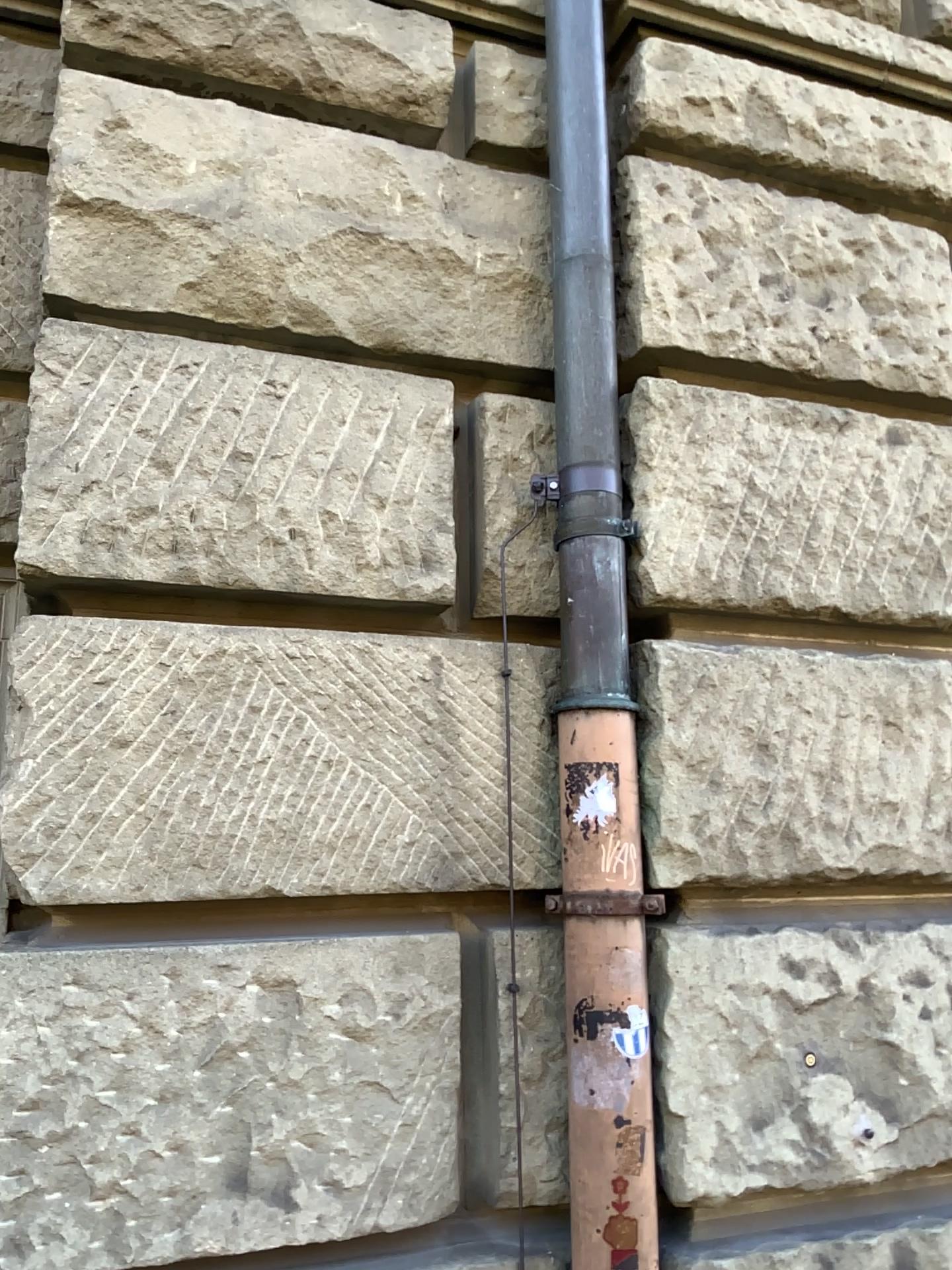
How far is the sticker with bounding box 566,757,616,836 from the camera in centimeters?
183cm

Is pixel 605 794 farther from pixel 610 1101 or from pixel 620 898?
pixel 610 1101

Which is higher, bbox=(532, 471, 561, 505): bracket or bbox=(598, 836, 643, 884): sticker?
bbox=(532, 471, 561, 505): bracket

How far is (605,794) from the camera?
1.8m

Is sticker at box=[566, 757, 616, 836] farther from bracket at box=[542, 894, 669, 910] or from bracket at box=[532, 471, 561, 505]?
bracket at box=[532, 471, 561, 505]

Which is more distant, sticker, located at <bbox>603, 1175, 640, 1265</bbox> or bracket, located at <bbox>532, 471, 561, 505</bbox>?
bracket, located at <bbox>532, 471, 561, 505</bbox>

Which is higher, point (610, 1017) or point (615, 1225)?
point (610, 1017)

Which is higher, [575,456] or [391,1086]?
[575,456]

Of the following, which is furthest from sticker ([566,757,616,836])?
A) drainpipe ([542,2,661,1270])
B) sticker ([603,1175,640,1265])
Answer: sticker ([603,1175,640,1265])

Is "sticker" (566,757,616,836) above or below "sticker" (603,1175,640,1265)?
above
